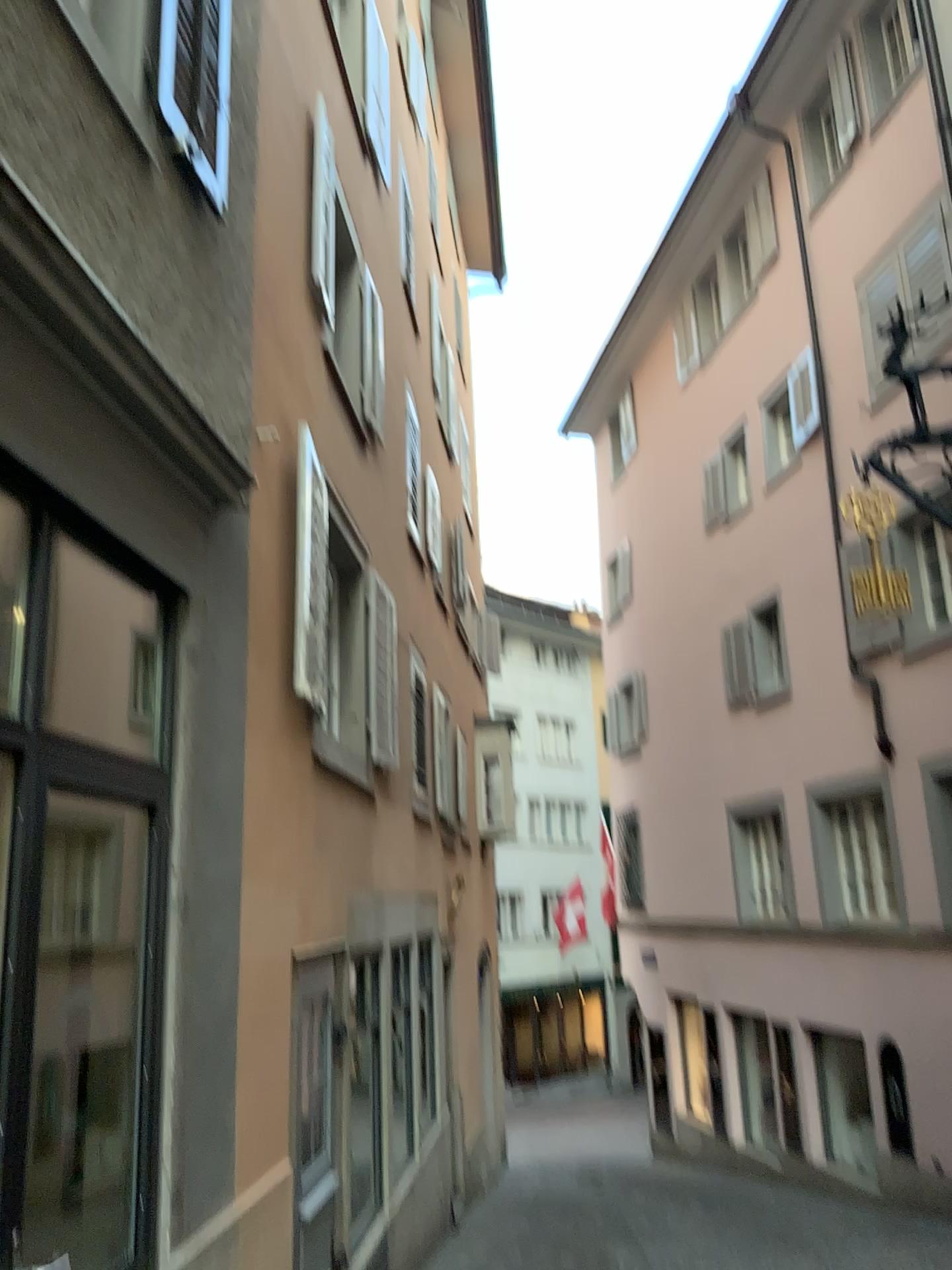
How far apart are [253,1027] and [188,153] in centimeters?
346cm
